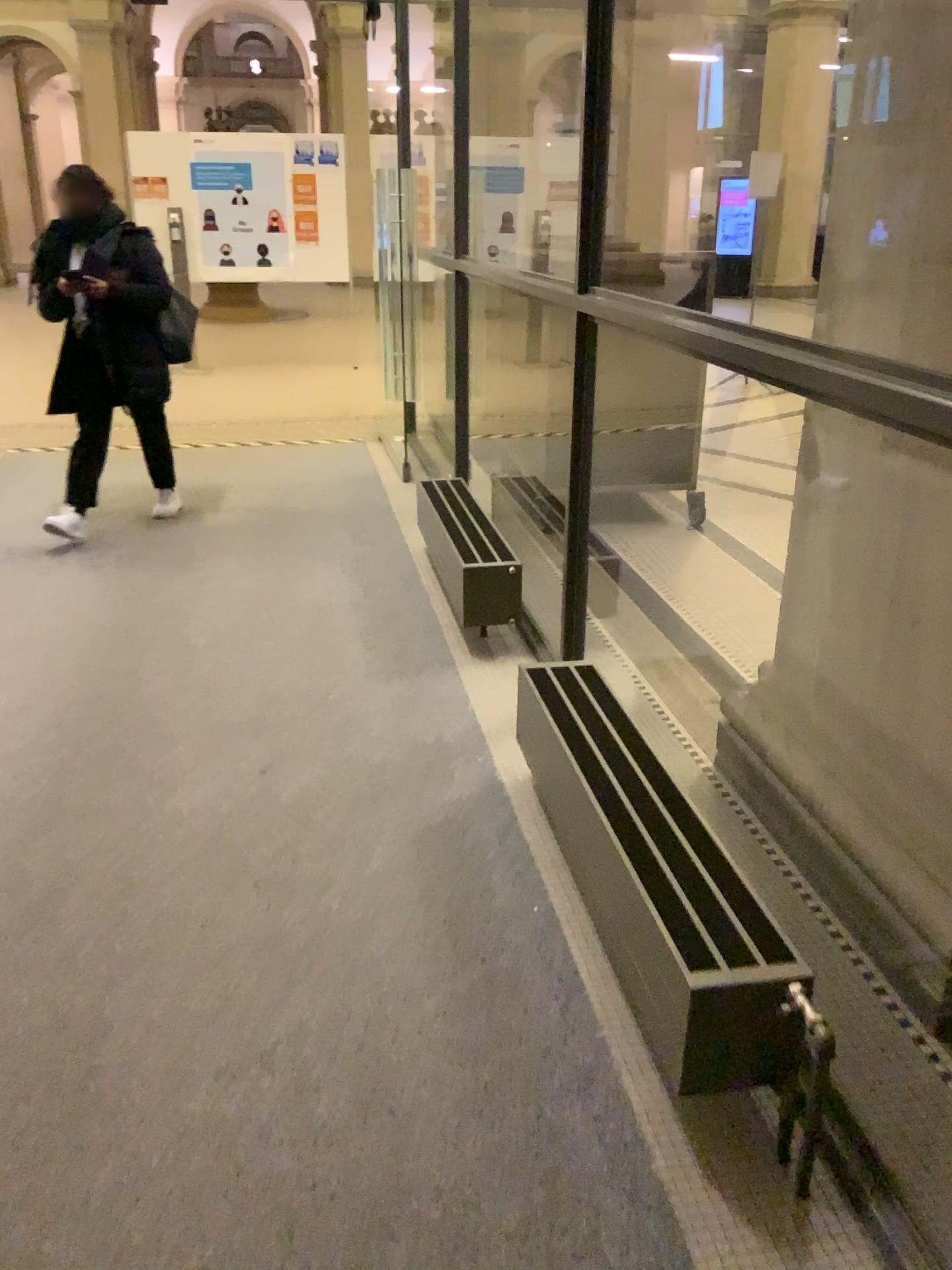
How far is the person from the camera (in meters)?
4.32

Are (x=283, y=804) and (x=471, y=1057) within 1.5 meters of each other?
yes

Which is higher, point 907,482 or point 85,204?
point 85,204

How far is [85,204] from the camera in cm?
432

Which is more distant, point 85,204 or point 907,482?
point 85,204

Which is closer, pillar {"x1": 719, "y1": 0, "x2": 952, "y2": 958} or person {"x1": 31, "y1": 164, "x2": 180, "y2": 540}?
pillar {"x1": 719, "y1": 0, "x2": 952, "y2": 958}
